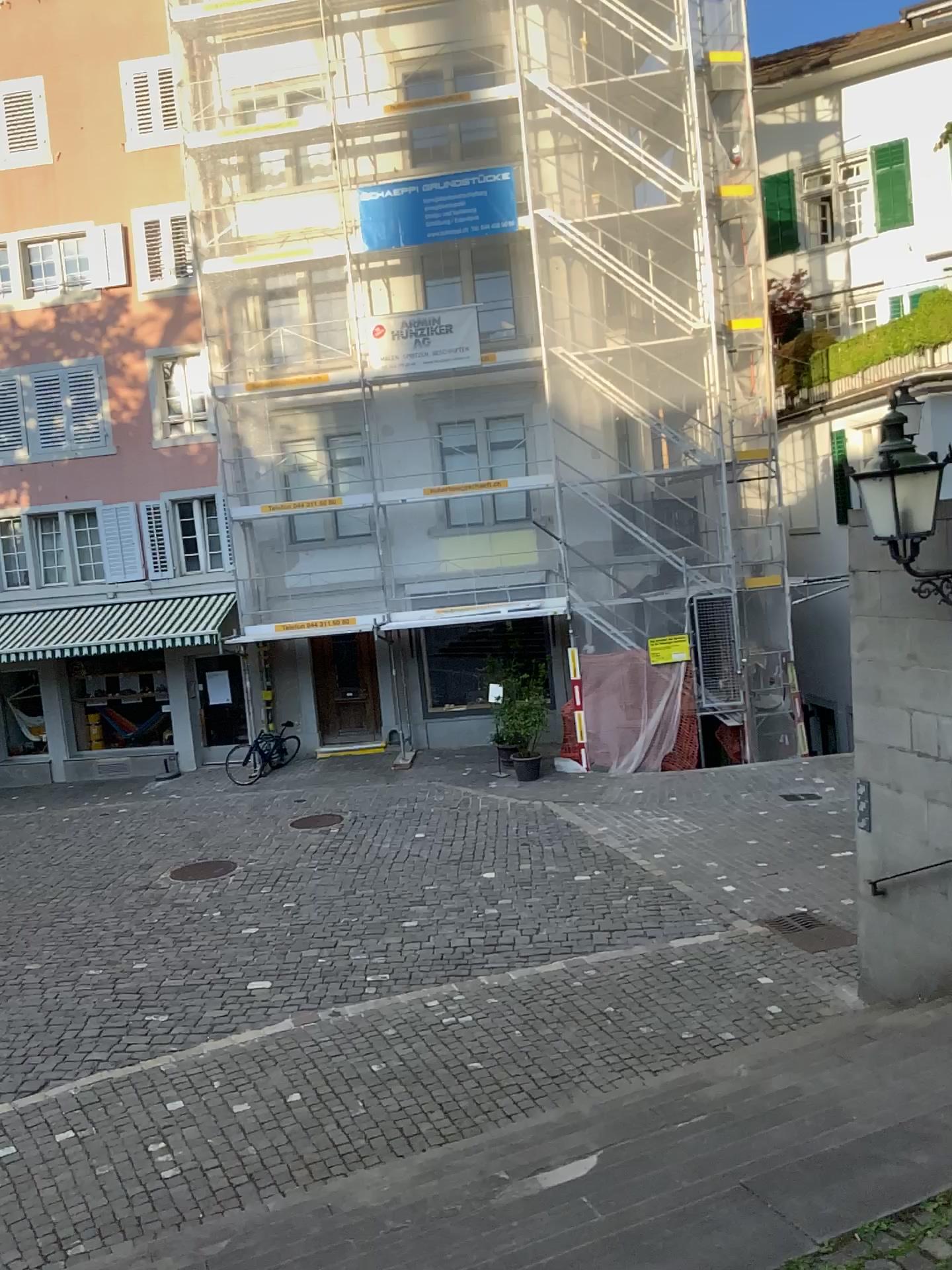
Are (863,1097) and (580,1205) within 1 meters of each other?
no
